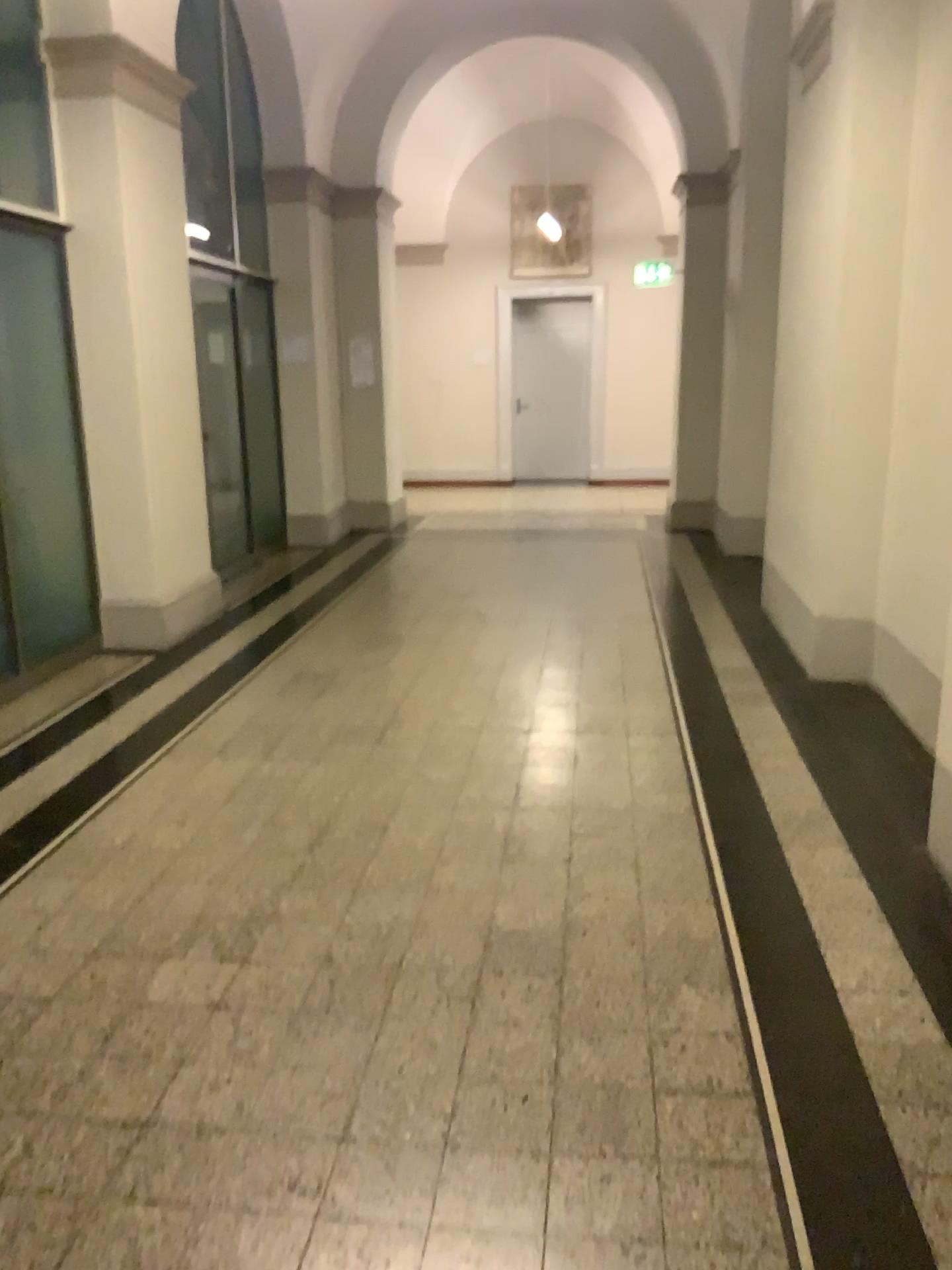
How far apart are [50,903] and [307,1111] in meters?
1.2
